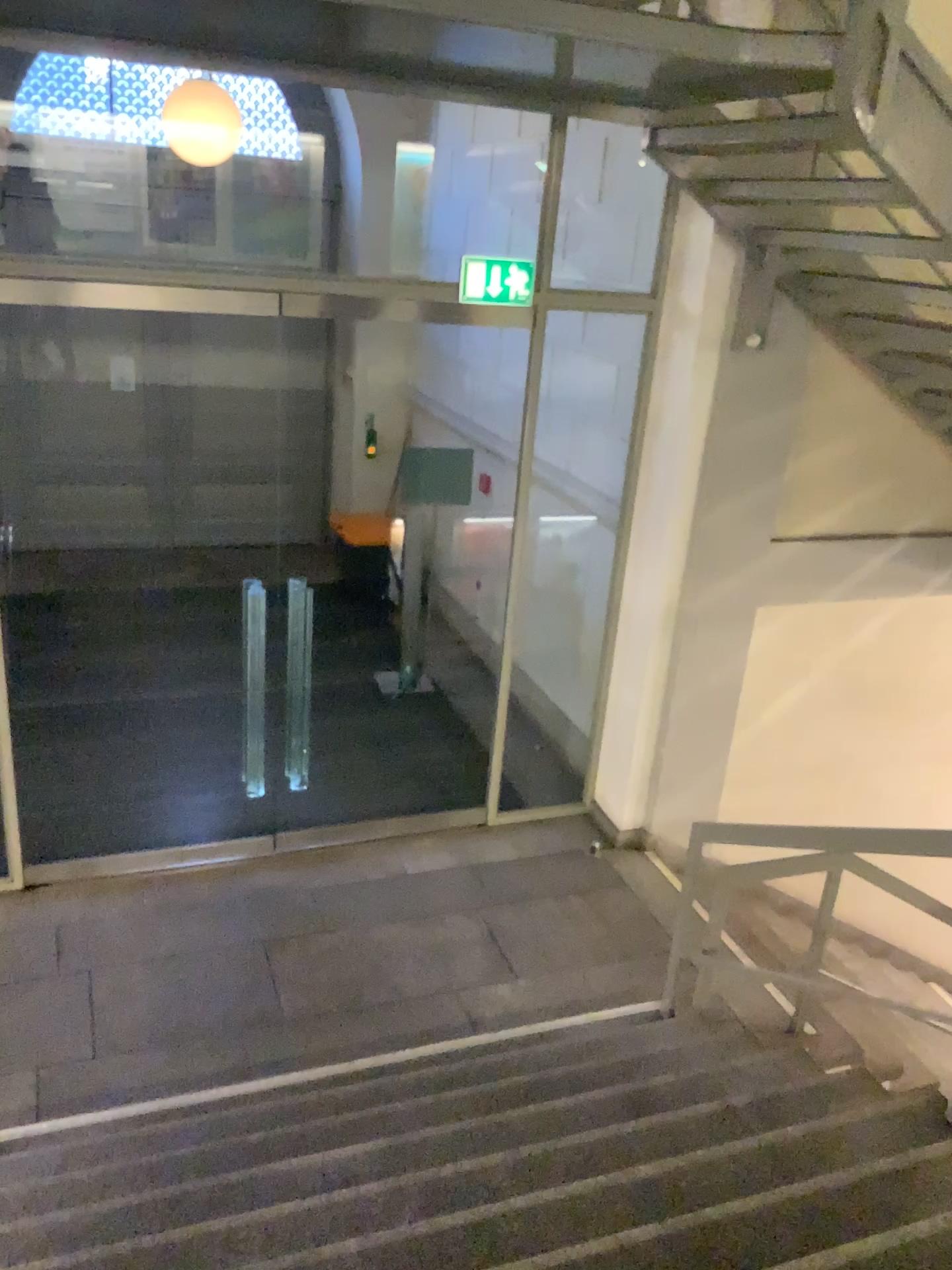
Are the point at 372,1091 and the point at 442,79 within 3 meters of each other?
no
